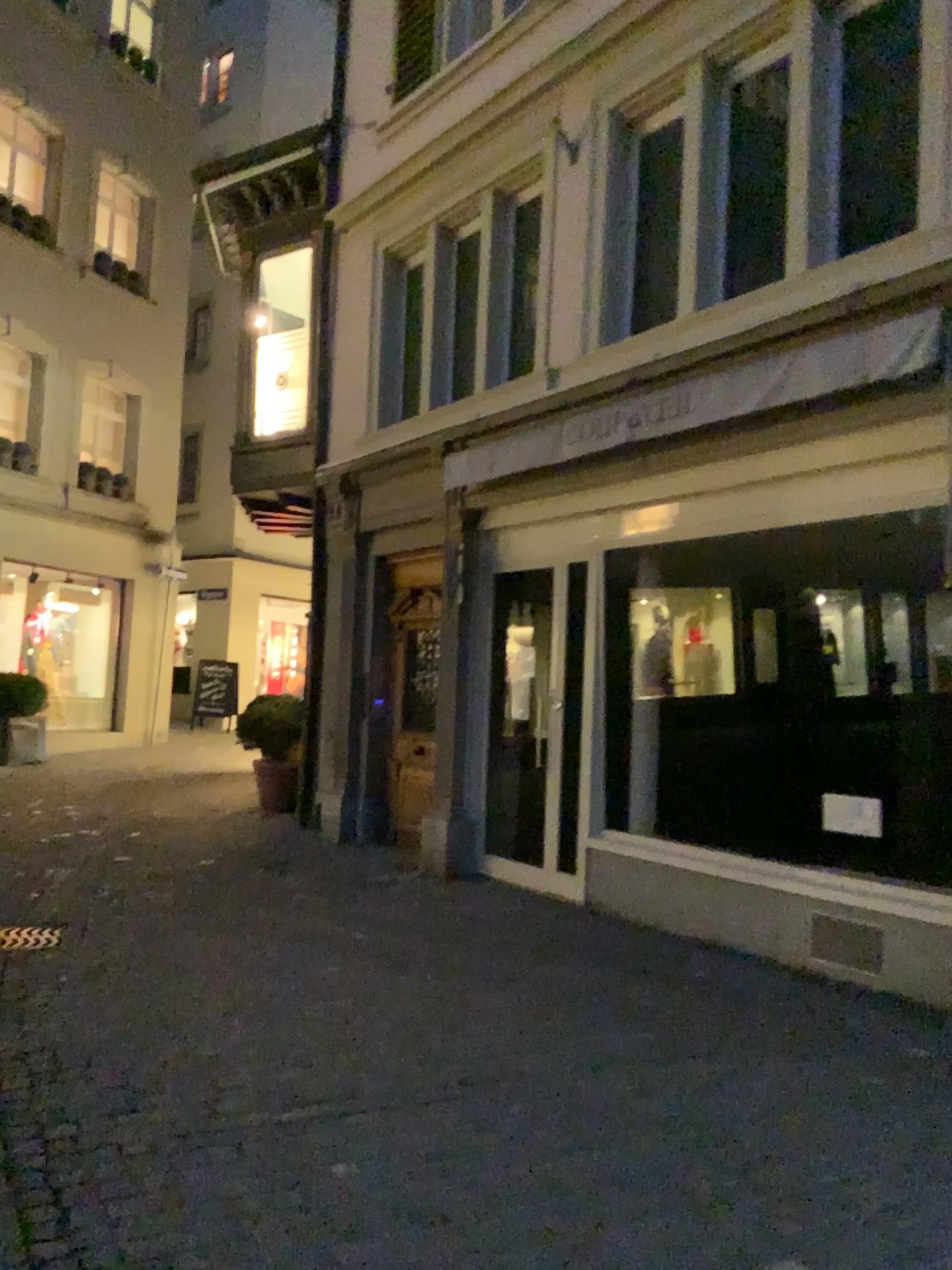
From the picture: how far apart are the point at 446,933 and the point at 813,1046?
2.0m
